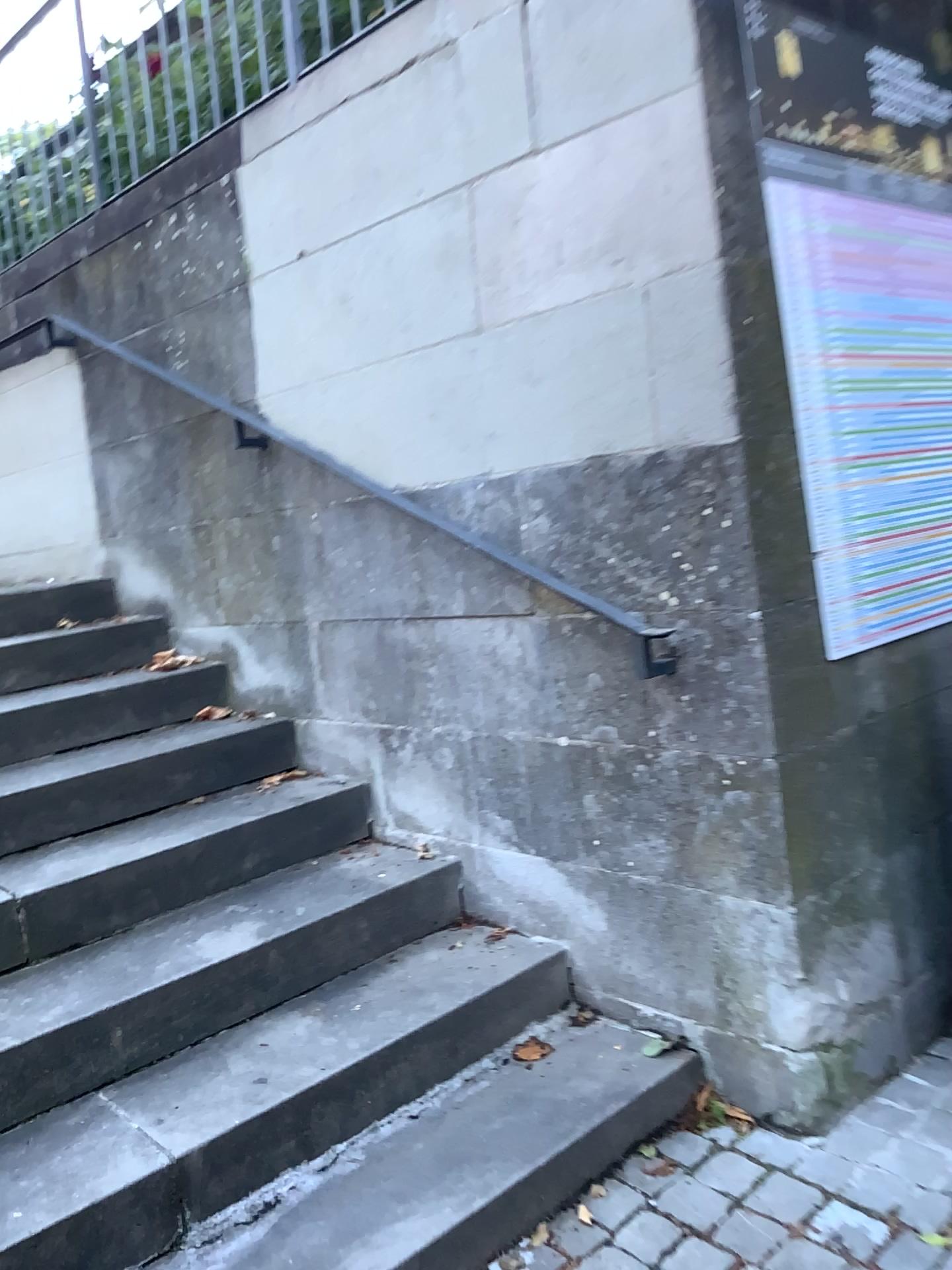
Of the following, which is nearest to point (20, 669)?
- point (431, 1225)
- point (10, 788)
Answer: point (10, 788)

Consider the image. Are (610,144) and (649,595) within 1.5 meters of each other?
yes

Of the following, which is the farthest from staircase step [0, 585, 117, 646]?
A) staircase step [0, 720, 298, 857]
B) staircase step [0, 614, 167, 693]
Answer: staircase step [0, 720, 298, 857]

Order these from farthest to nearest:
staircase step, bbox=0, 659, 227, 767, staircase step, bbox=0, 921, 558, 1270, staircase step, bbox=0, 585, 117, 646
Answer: staircase step, bbox=0, 585, 117, 646
staircase step, bbox=0, 659, 227, 767
staircase step, bbox=0, 921, 558, 1270

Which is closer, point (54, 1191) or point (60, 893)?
point (54, 1191)

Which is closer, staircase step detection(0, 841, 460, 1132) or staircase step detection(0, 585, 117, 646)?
staircase step detection(0, 841, 460, 1132)

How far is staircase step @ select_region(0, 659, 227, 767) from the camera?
2.9 meters

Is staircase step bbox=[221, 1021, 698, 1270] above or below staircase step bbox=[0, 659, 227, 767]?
below

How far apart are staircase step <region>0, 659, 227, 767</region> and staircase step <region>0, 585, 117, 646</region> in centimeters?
45cm

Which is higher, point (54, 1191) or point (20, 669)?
point (20, 669)
